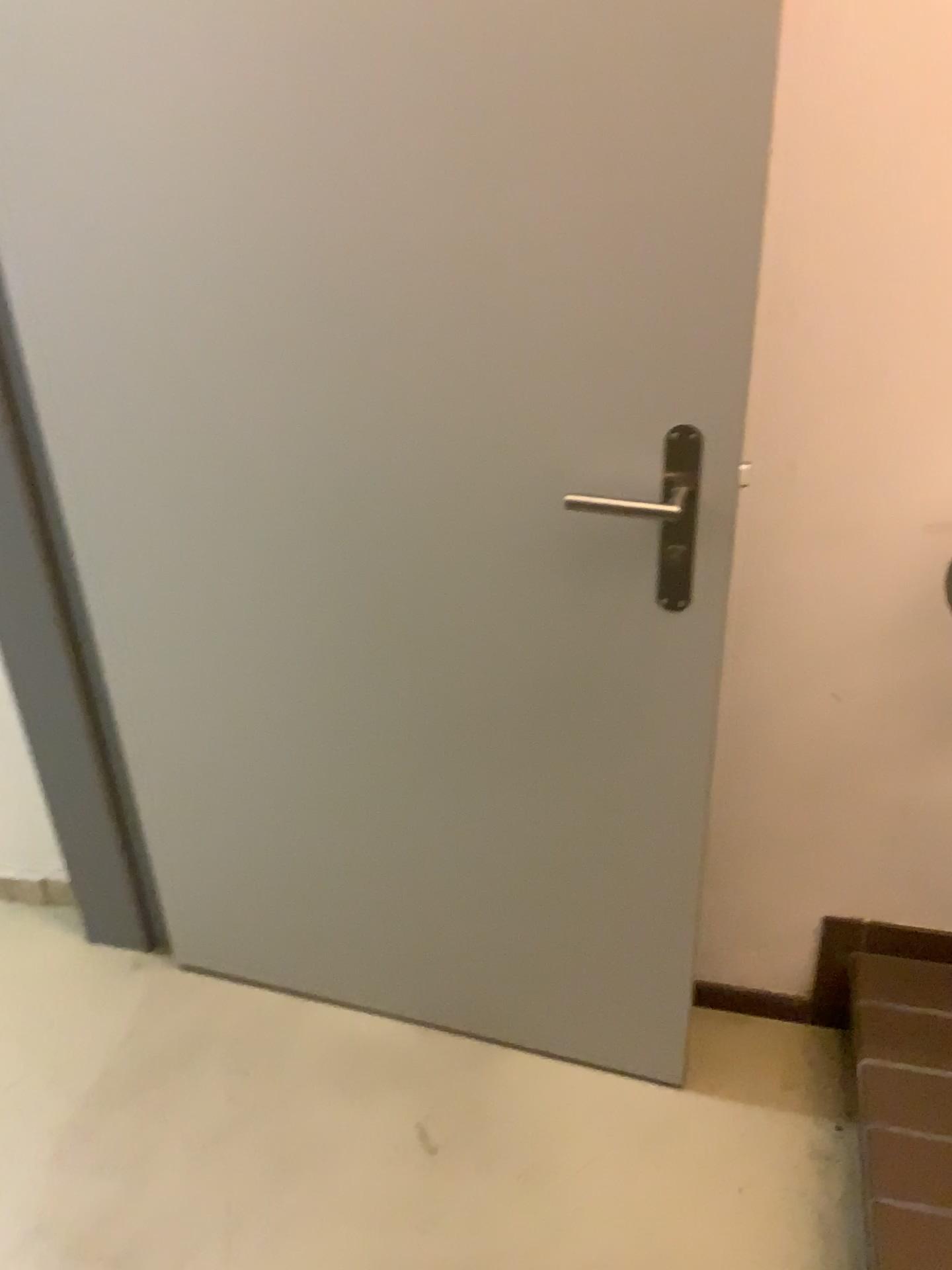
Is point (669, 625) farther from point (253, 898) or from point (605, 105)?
point (253, 898)

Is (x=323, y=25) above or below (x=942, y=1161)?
above

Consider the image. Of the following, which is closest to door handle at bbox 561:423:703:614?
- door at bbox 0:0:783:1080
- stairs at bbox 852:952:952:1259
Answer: door at bbox 0:0:783:1080

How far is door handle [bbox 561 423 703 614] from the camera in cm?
117

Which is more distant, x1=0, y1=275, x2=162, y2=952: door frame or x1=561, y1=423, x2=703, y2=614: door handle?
x1=0, y1=275, x2=162, y2=952: door frame

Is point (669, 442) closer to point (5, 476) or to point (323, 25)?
point (323, 25)

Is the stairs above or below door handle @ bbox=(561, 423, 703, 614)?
below

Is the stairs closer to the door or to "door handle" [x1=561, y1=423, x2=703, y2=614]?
the door

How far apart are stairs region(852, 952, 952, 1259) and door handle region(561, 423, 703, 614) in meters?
0.7

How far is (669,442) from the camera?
1.2m
